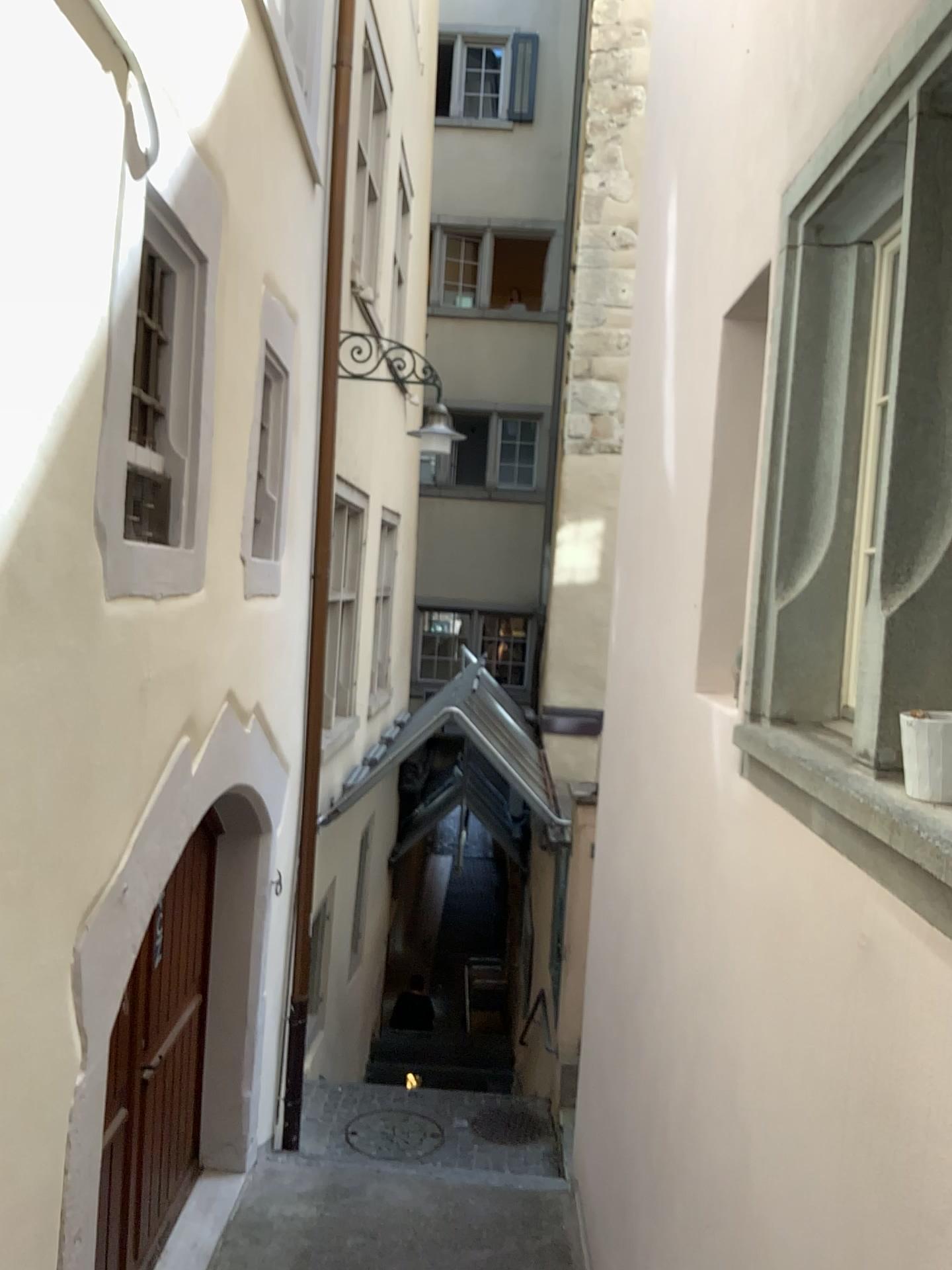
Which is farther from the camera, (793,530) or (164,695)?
(164,695)

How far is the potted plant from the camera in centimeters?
163cm

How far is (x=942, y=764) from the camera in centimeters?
163cm

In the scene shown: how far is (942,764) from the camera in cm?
163

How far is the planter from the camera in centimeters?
163cm
